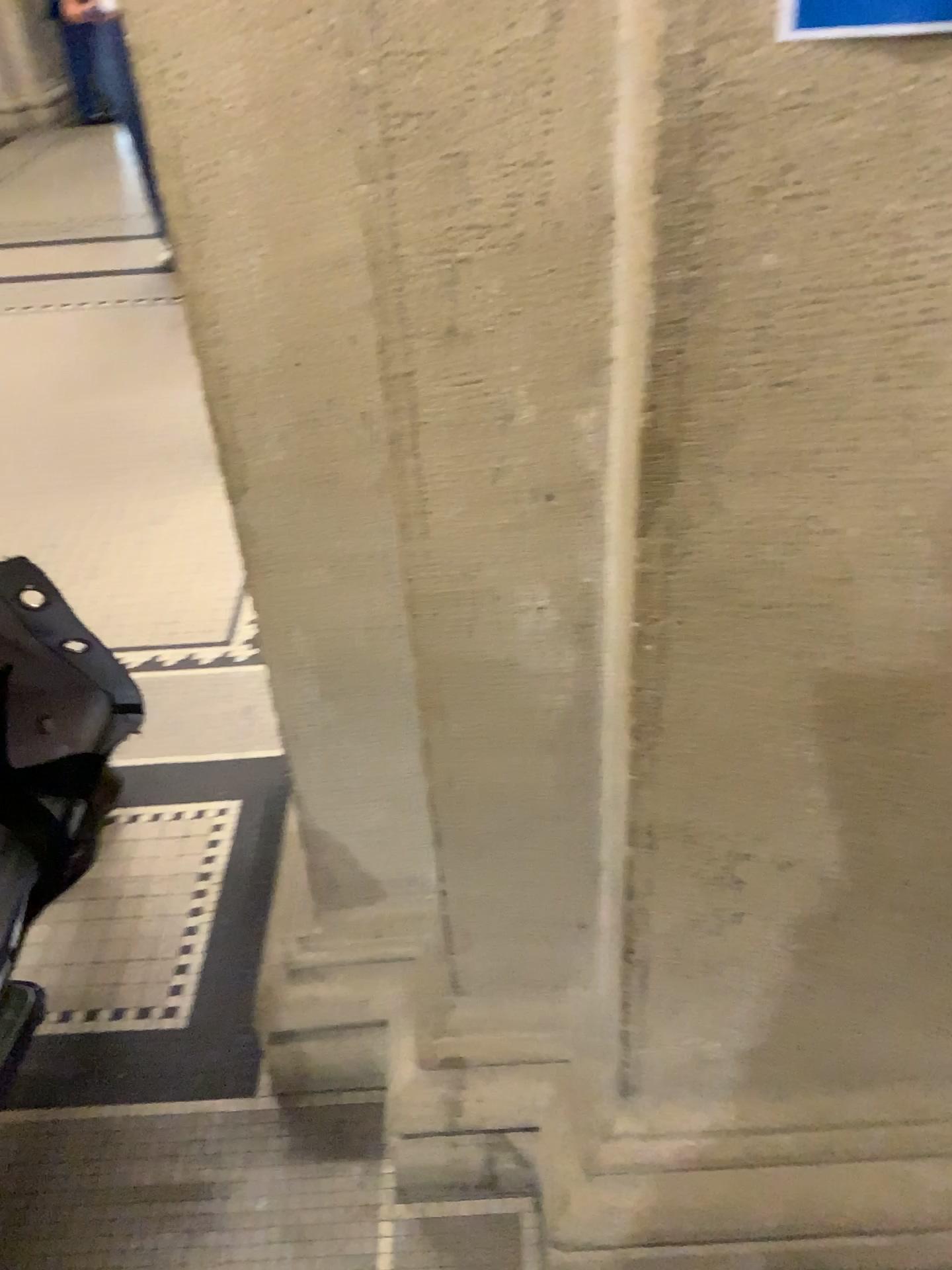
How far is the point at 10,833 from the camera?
1.0m

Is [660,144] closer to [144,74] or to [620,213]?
[620,213]

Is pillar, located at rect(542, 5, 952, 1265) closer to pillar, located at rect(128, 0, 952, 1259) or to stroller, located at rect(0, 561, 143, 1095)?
pillar, located at rect(128, 0, 952, 1259)

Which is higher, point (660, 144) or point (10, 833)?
point (660, 144)

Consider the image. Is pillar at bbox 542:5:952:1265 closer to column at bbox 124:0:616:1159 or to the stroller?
column at bbox 124:0:616:1159

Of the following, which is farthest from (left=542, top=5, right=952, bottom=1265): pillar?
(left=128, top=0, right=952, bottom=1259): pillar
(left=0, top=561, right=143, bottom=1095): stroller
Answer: (left=0, top=561, right=143, bottom=1095): stroller

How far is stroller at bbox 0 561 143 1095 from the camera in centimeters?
97cm

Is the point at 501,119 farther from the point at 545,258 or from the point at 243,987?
the point at 243,987
